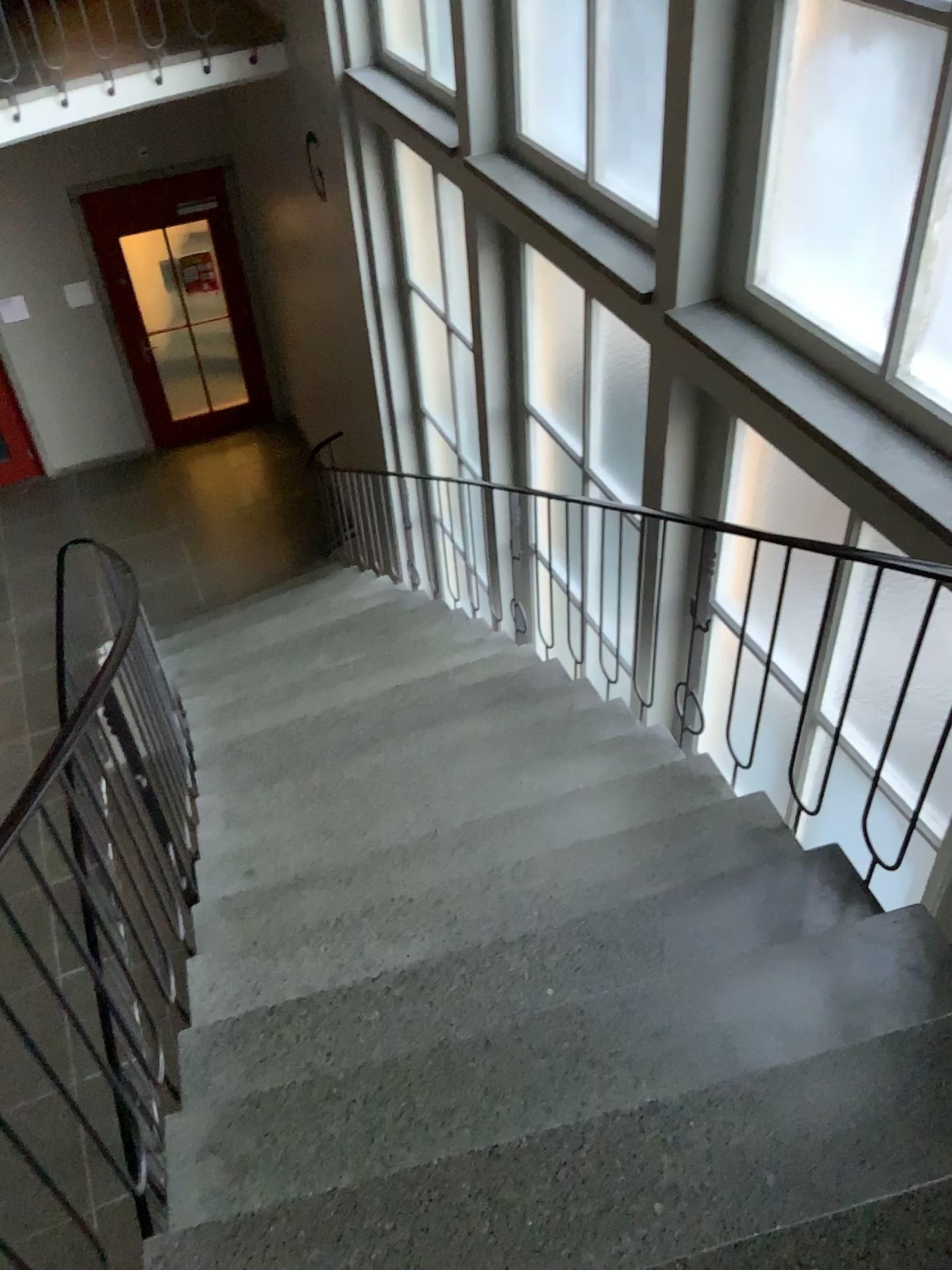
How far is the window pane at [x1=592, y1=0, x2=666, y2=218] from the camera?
3.4m

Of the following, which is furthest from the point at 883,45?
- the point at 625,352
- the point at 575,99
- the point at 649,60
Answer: the point at 625,352

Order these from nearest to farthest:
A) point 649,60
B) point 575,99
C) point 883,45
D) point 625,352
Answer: point 883,45 → point 649,60 → point 575,99 → point 625,352

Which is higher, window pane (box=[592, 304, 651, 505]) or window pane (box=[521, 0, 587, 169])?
window pane (box=[521, 0, 587, 169])

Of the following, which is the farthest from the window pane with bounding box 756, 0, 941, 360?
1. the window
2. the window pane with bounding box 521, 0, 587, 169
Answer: the window pane with bounding box 521, 0, 587, 169

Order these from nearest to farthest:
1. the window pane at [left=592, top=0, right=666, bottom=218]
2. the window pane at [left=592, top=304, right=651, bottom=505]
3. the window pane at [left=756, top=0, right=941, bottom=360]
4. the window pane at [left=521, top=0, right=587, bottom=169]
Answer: the window pane at [left=756, top=0, right=941, bottom=360] < the window pane at [left=592, top=0, right=666, bottom=218] < the window pane at [left=521, top=0, right=587, bottom=169] < the window pane at [left=592, top=304, right=651, bottom=505]

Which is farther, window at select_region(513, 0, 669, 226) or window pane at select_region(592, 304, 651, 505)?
window pane at select_region(592, 304, 651, 505)

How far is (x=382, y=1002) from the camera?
2.3 meters

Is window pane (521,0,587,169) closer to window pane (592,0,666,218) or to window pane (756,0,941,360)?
window pane (592,0,666,218)

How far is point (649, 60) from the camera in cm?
337
